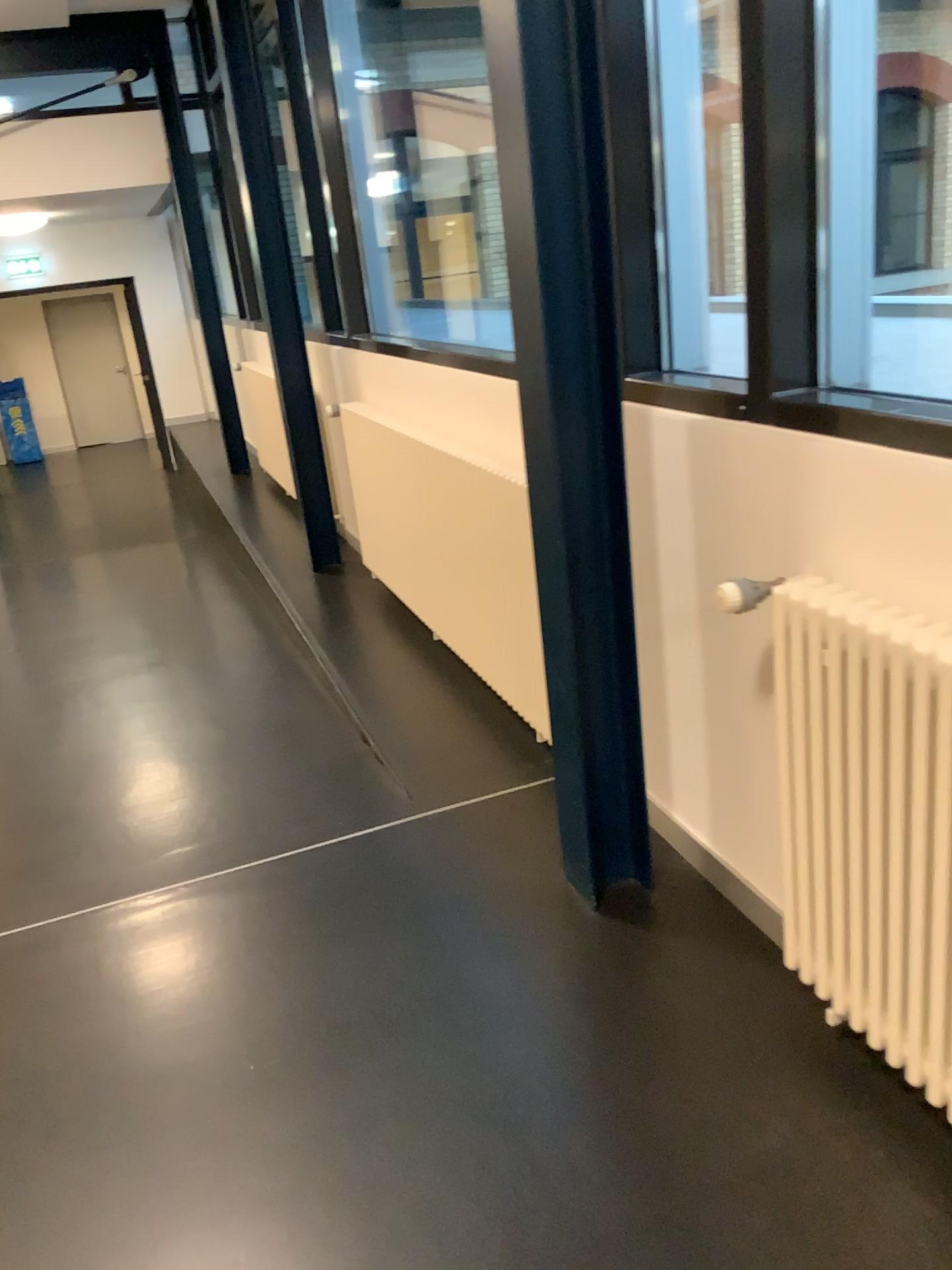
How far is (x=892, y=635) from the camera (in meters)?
1.47

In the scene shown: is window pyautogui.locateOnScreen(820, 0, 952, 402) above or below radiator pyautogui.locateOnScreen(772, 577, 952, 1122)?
above

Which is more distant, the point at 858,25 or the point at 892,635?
the point at 858,25

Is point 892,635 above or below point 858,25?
below

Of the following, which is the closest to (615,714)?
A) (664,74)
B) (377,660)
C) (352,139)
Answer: (664,74)

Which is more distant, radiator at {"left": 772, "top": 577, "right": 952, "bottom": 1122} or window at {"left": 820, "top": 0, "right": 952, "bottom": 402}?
window at {"left": 820, "top": 0, "right": 952, "bottom": 402}

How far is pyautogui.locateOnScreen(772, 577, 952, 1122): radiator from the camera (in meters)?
1.47
